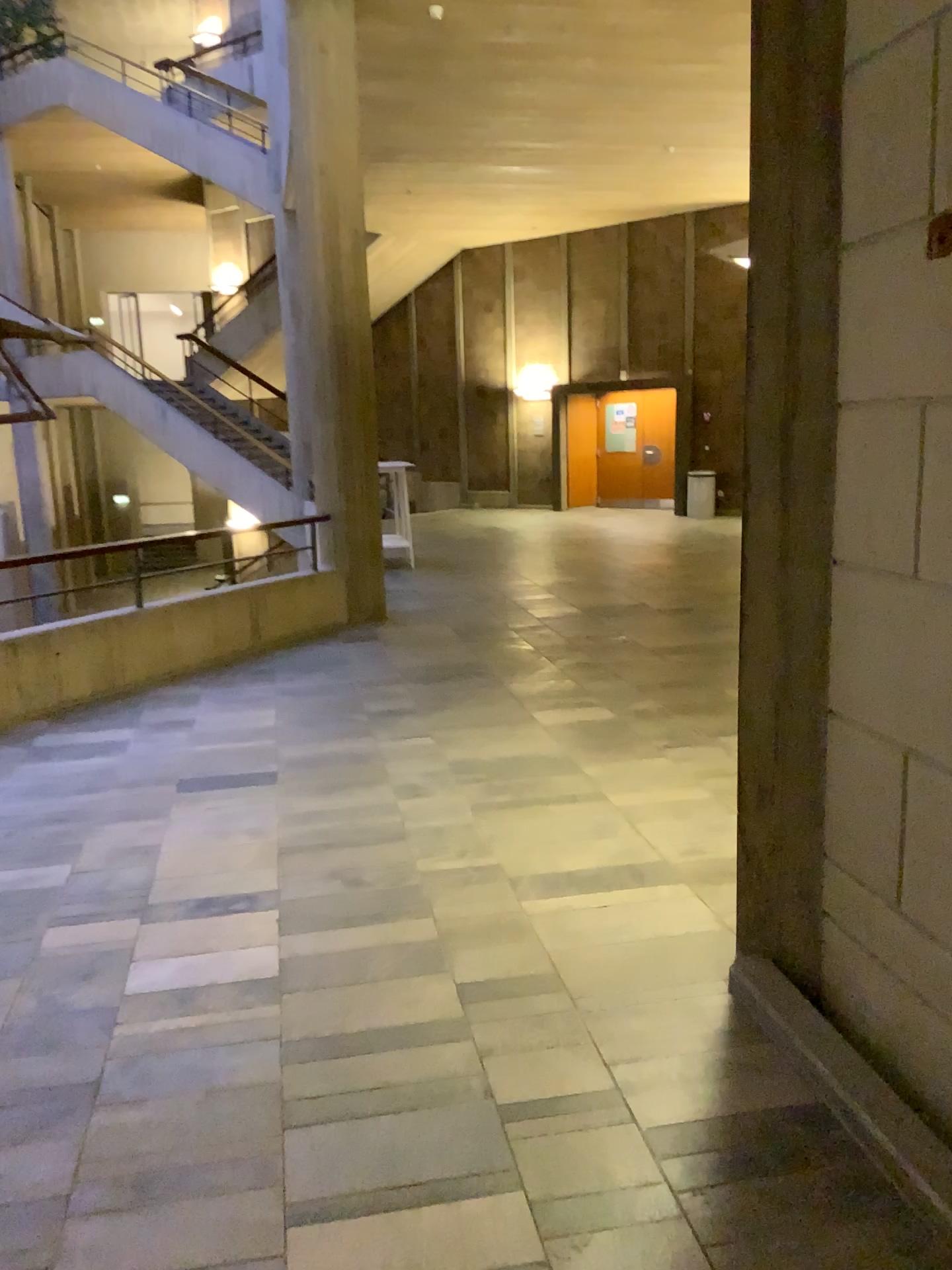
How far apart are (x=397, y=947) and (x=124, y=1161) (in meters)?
1.09
